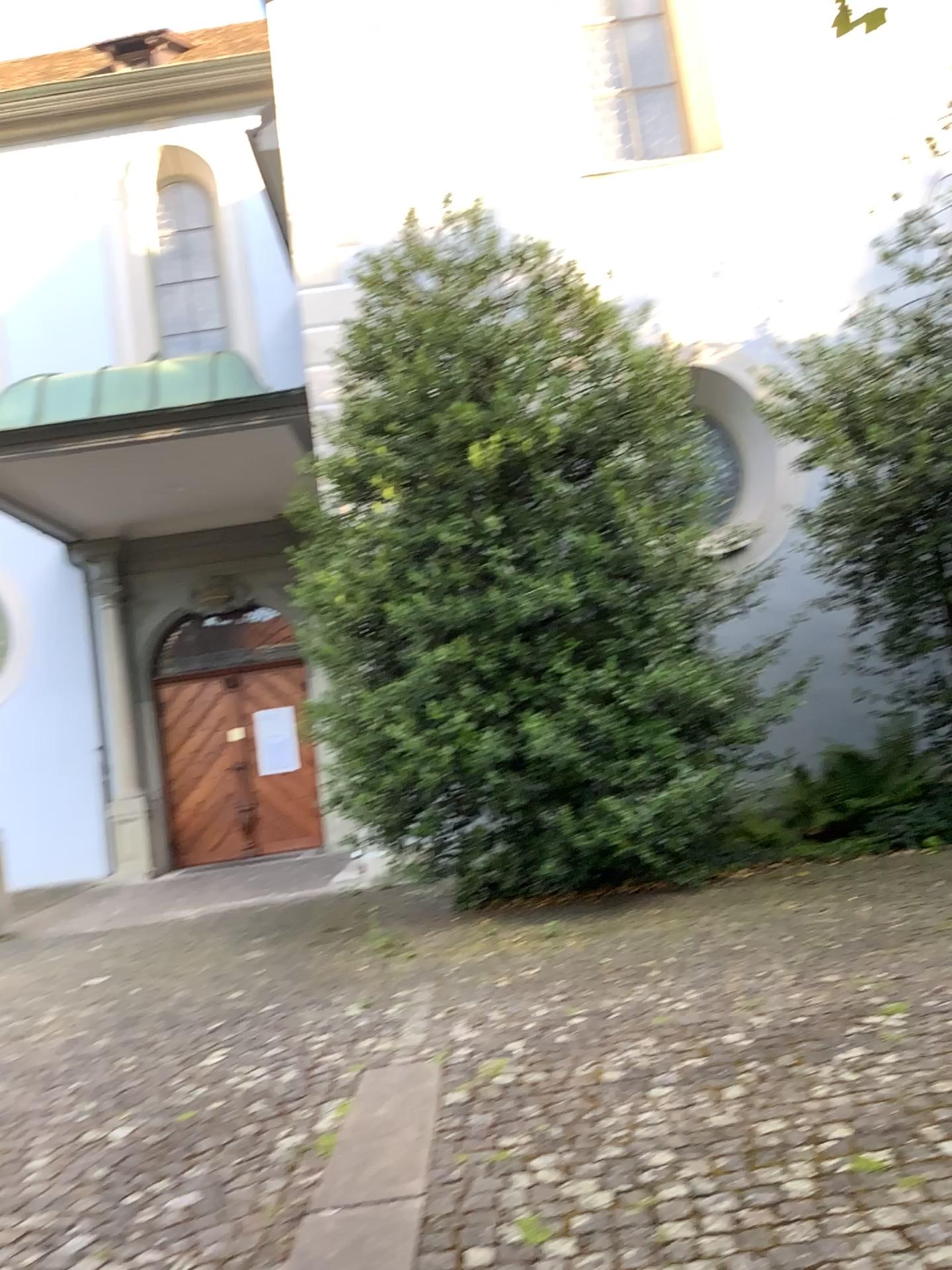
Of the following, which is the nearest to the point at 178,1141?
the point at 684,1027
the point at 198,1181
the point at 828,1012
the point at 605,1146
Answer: the point at 198,1181
